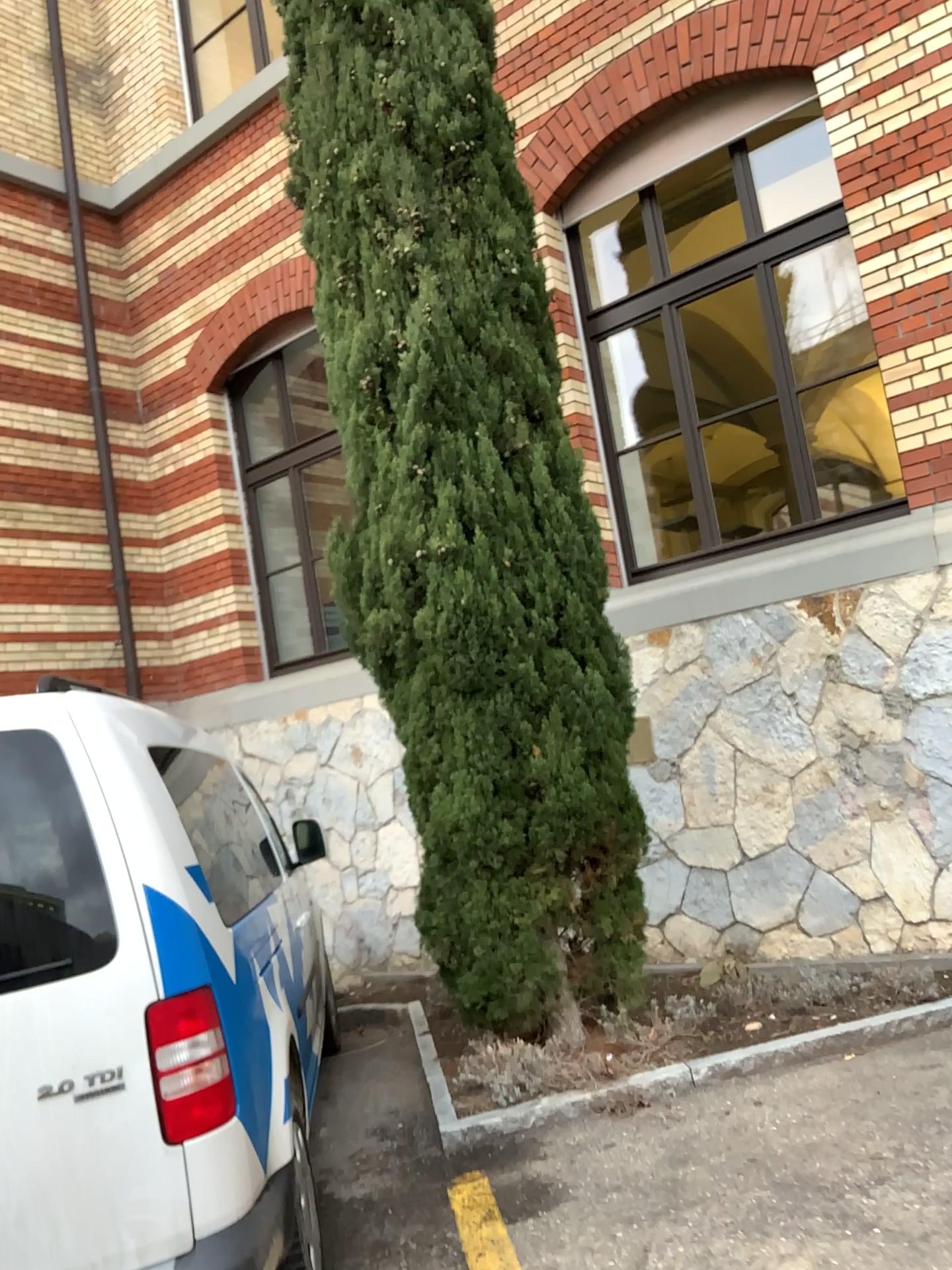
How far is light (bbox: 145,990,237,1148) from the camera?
2.30m

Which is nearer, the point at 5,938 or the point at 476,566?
the point at 5,938

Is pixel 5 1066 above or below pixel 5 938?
below

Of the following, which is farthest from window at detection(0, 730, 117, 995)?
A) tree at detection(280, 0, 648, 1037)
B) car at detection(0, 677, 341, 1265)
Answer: tree at detection(280, 0, 648, 1037)

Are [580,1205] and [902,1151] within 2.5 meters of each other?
yes

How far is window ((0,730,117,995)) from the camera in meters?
2.3 m

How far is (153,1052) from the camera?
2.3m

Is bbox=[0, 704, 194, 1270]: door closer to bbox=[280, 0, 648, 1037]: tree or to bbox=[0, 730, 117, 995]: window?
bbox=[0, 730, 117, 995]: window

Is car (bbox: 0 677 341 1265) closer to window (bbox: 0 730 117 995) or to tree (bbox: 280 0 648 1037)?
window (bbox: 0 730 117 995)

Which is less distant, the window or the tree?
the window
